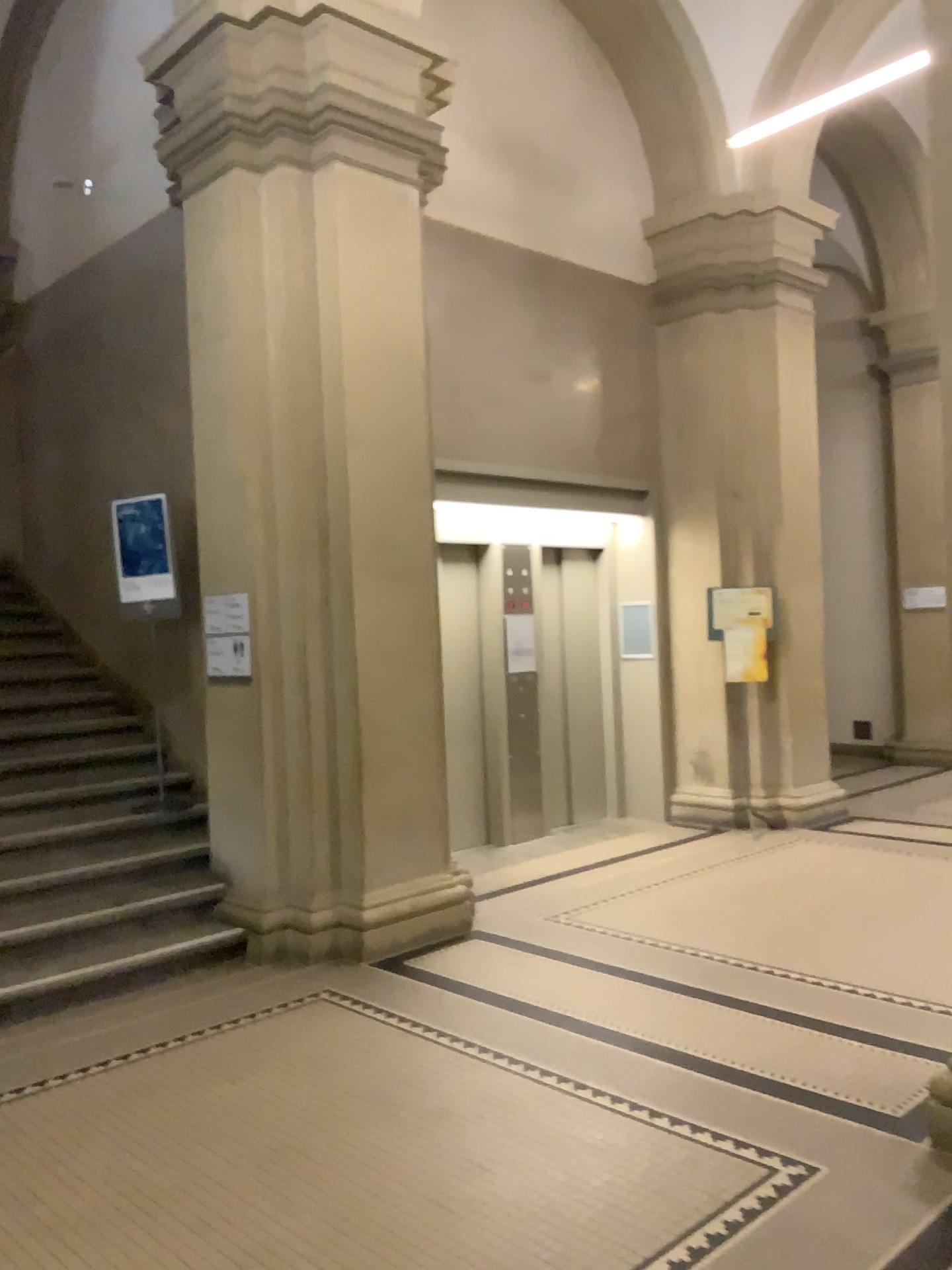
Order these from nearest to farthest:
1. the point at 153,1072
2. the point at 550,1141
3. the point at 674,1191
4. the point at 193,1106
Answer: the point at 674,1191 < the point at 550,1141 < the point at 193,1106 < the point at 153,1072
